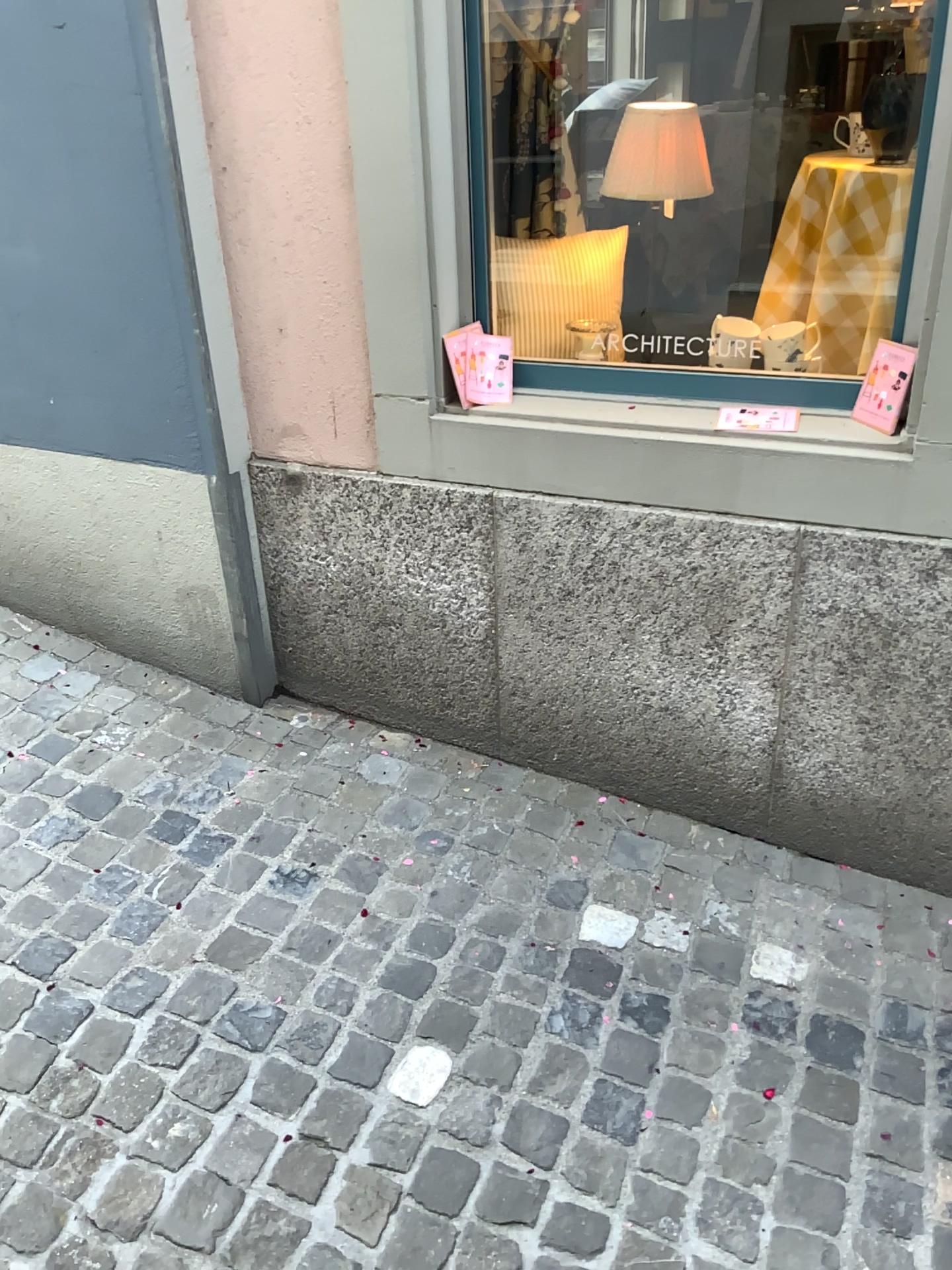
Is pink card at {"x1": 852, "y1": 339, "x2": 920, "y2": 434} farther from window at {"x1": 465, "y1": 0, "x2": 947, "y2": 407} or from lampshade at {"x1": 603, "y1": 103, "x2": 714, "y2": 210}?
lampshade at {"x1": 603, "y1": 103, "x2": 714, "y2": 210}

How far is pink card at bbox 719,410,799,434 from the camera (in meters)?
1.99

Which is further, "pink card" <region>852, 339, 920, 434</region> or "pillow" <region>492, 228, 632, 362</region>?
"pillow" <region>492, 228, 632, 362</region>

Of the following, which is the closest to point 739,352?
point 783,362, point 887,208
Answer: point 783,362

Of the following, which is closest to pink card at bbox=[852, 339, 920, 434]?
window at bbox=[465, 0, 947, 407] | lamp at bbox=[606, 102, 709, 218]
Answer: window at bbox=[465, 0, 947, 407]

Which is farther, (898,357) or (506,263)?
(506,263)

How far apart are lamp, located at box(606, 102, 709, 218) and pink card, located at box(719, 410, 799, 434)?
0.5 meters

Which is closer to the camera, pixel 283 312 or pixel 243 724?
pixel 283 312

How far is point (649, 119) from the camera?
2.0 meters

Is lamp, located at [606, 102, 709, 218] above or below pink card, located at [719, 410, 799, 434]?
above
